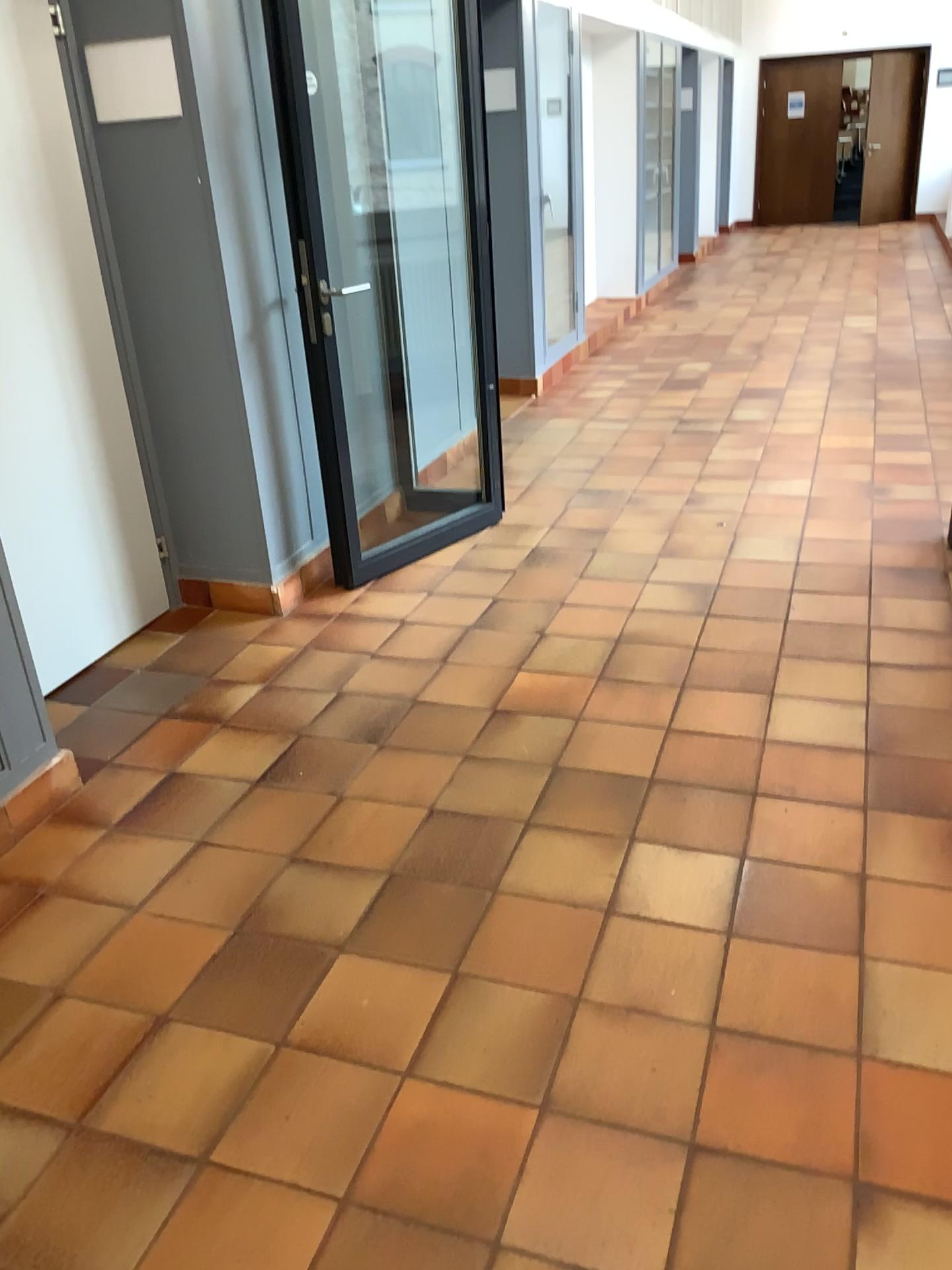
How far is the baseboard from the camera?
2.6m

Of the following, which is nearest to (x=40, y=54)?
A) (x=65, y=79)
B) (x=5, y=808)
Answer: (x=65, y=79)

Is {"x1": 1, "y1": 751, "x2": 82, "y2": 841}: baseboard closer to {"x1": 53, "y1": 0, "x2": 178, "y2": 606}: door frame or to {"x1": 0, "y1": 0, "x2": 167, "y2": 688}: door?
{"x1": 0, "y1": 0, "x2": 167, "y2": 688}: door

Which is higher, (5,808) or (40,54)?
(40,54)

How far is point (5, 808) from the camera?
2.6m

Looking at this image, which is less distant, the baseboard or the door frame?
the baseboard

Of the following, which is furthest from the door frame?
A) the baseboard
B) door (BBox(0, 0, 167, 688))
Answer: the baseboard

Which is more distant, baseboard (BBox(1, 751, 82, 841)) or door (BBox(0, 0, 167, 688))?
door (BBox(0, 0, 167, 688))

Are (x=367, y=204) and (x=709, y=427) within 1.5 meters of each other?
no
